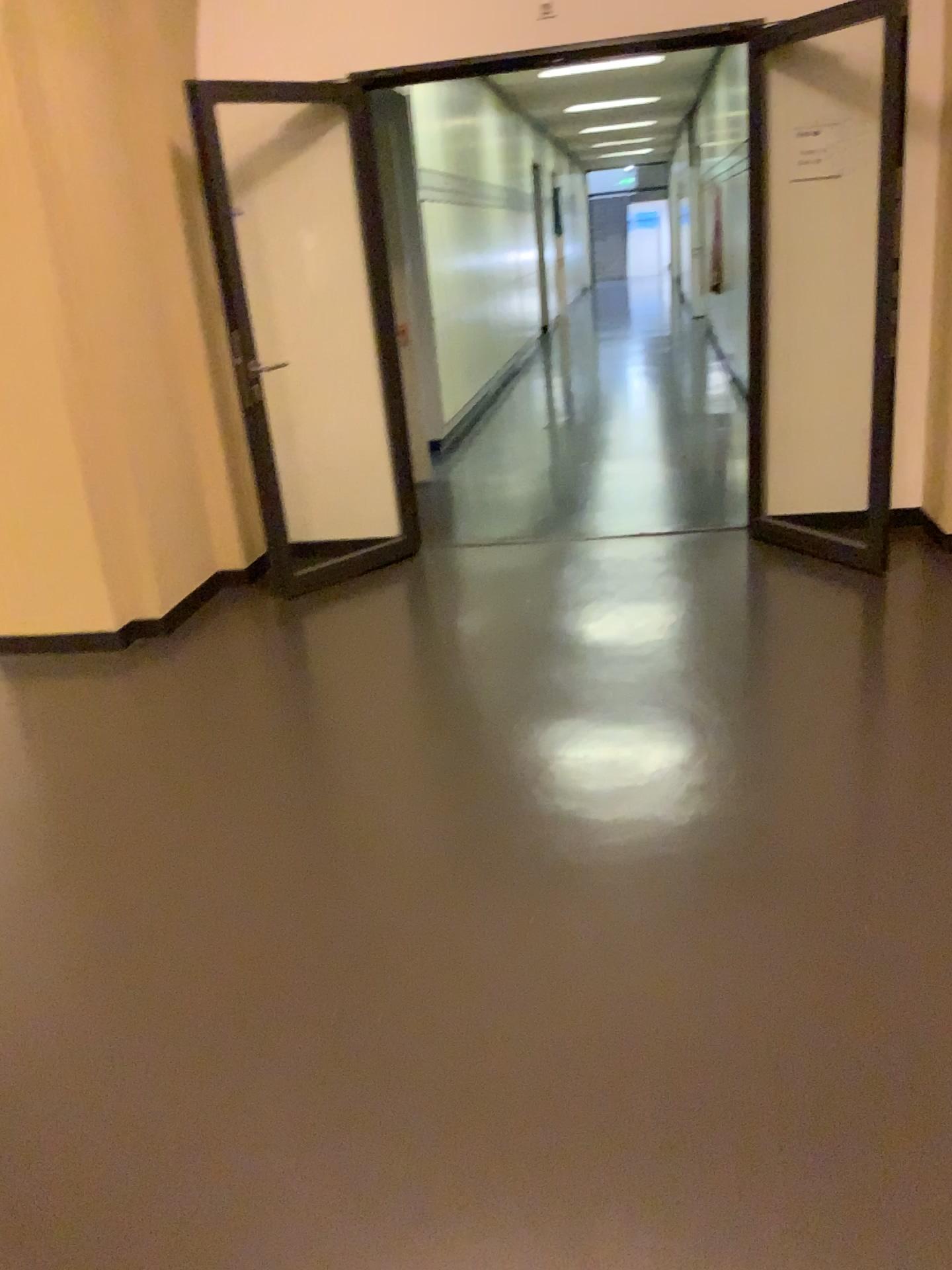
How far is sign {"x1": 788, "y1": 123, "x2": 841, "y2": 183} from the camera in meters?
4.5 m

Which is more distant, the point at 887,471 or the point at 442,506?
the point at 442,506

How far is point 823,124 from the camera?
4.5m

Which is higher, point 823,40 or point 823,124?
point 823,40
